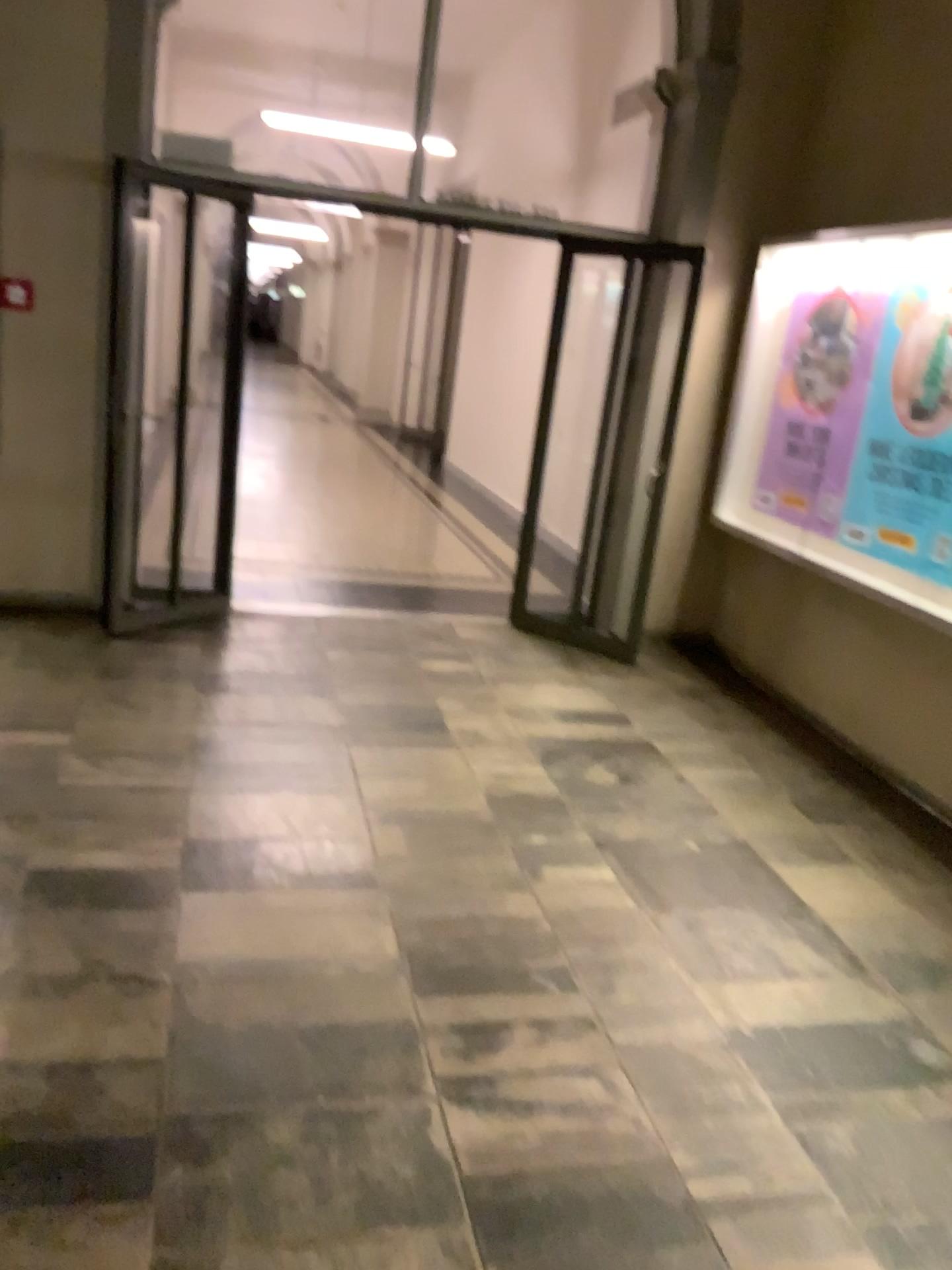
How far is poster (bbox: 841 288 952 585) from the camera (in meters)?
4.38

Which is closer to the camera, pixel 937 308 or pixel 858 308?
pixel 937 308

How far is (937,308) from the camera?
4.38m

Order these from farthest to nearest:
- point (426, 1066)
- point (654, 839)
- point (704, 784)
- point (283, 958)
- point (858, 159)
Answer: point (858, 159), point (704, 784), point (654, 839), point (283, 958), point (426, 1066)

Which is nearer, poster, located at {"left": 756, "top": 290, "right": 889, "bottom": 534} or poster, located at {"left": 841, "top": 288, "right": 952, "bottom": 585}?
poster, located at {"left": 841, "top": 288, "right": 952, "bottom": 585}
